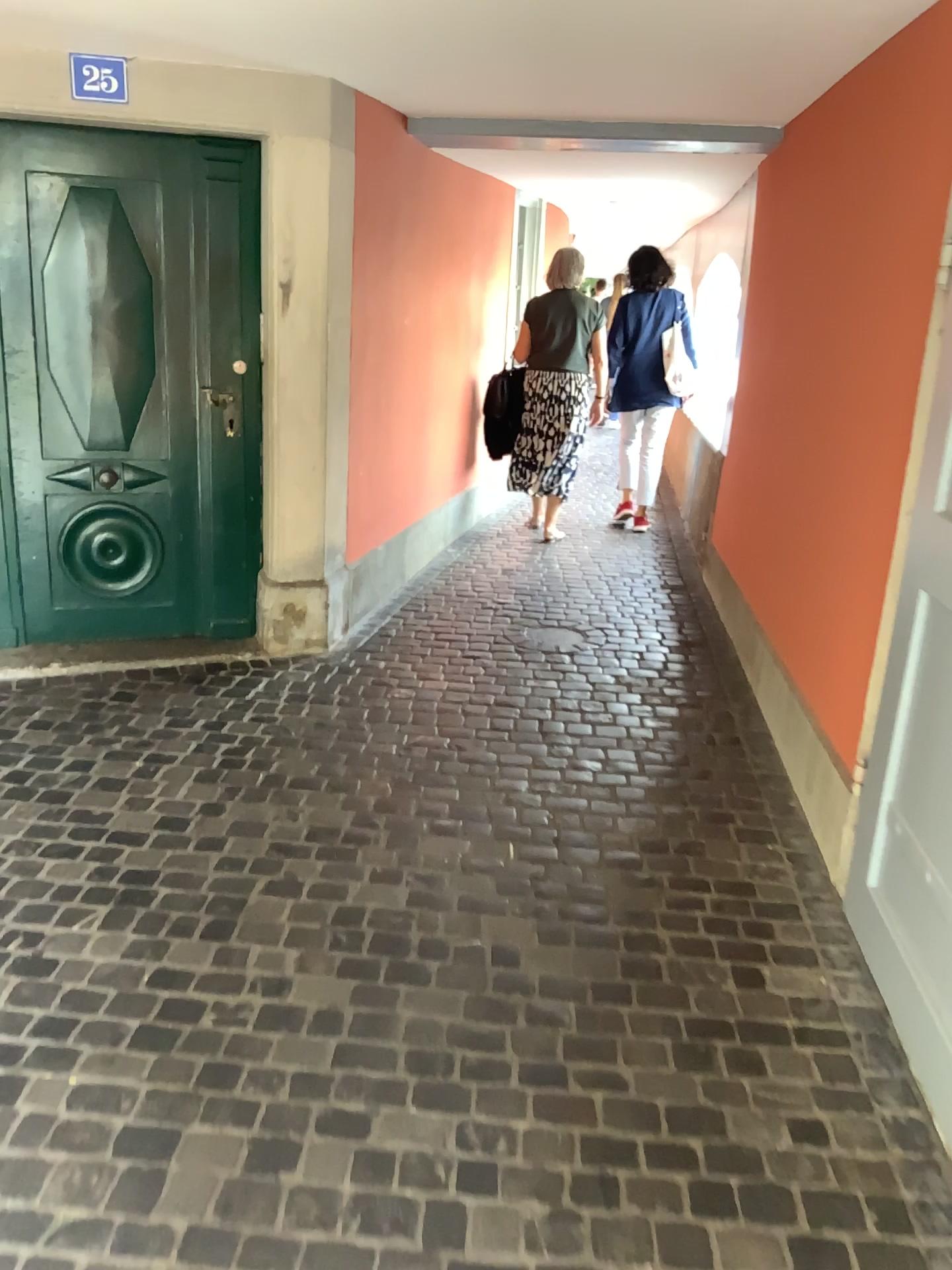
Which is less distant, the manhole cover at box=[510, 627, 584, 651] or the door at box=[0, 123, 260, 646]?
the door at box=[0, 123, 260, 646]

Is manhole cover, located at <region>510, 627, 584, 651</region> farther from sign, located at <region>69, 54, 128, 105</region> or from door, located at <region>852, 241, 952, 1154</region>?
sign, located at <region>69, 54, 128, 105</region>

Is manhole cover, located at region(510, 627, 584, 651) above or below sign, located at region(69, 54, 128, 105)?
below

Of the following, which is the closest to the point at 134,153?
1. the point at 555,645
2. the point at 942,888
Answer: the point at 555,645

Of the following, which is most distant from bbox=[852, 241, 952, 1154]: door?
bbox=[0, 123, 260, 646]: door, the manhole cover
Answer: bbox=[0, 123, 260, 646]: door

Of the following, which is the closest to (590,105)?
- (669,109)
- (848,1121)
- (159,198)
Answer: (669,109)

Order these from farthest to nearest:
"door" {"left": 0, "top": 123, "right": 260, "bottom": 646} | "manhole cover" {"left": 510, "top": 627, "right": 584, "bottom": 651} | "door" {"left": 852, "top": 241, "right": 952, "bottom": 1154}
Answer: "manhole cover" {"left": 510, "top": 627, "right": 584, "bottom": 651} < "door" {"left": 0, "top": 123, "right": 260, "bottom": 646} < "door" {"left": 852, "top": 241, "right": 952, "bottom": 1154}

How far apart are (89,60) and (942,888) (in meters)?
3.28

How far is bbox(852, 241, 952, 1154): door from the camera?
2.1 meters

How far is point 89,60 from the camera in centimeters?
325cm
